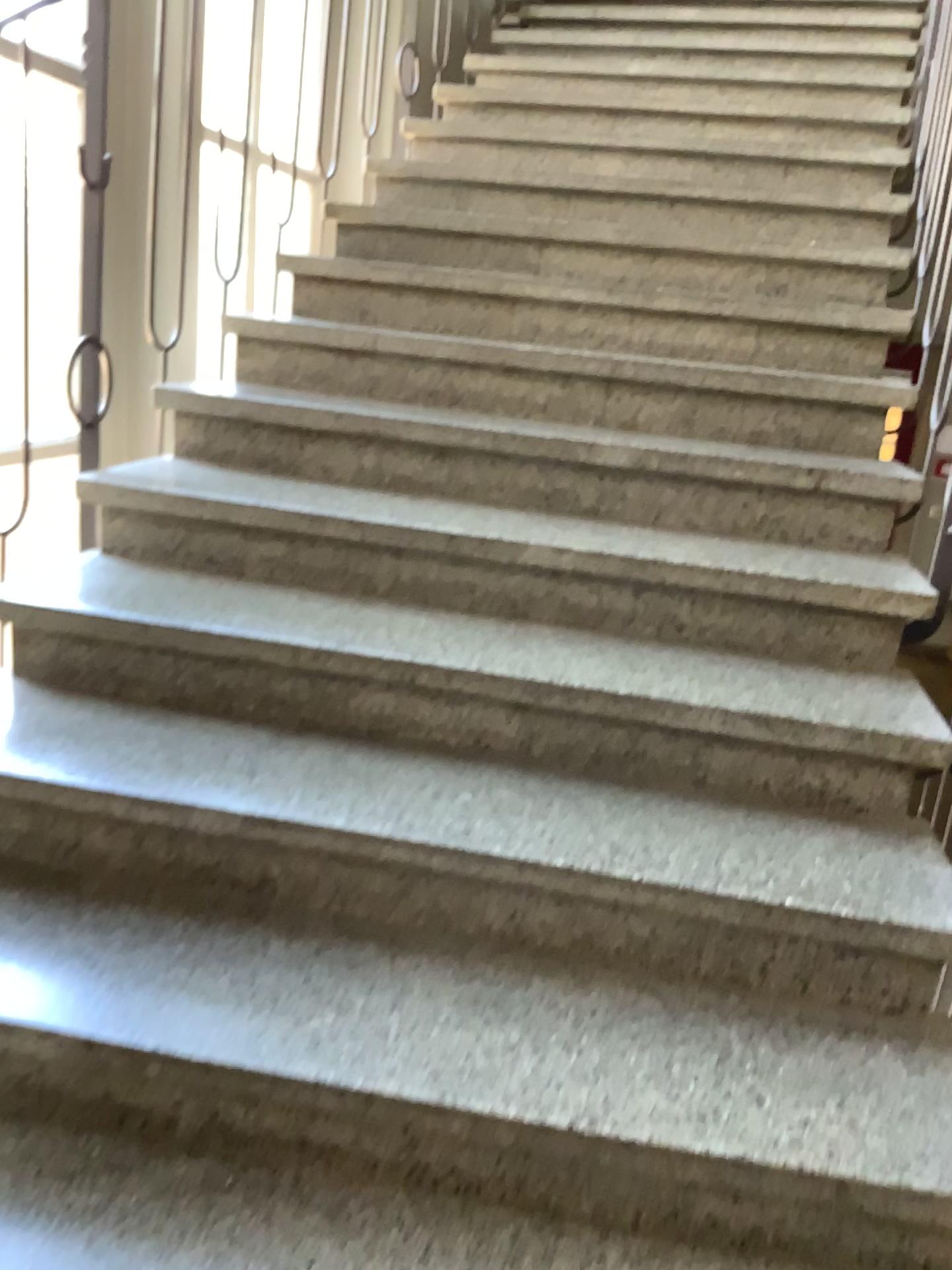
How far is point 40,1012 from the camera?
1.31m

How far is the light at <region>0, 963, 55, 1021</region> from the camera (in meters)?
1.31

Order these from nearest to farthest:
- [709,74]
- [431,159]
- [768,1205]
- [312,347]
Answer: [768,1205] < [312,347] < [431,159] < [709,74]
